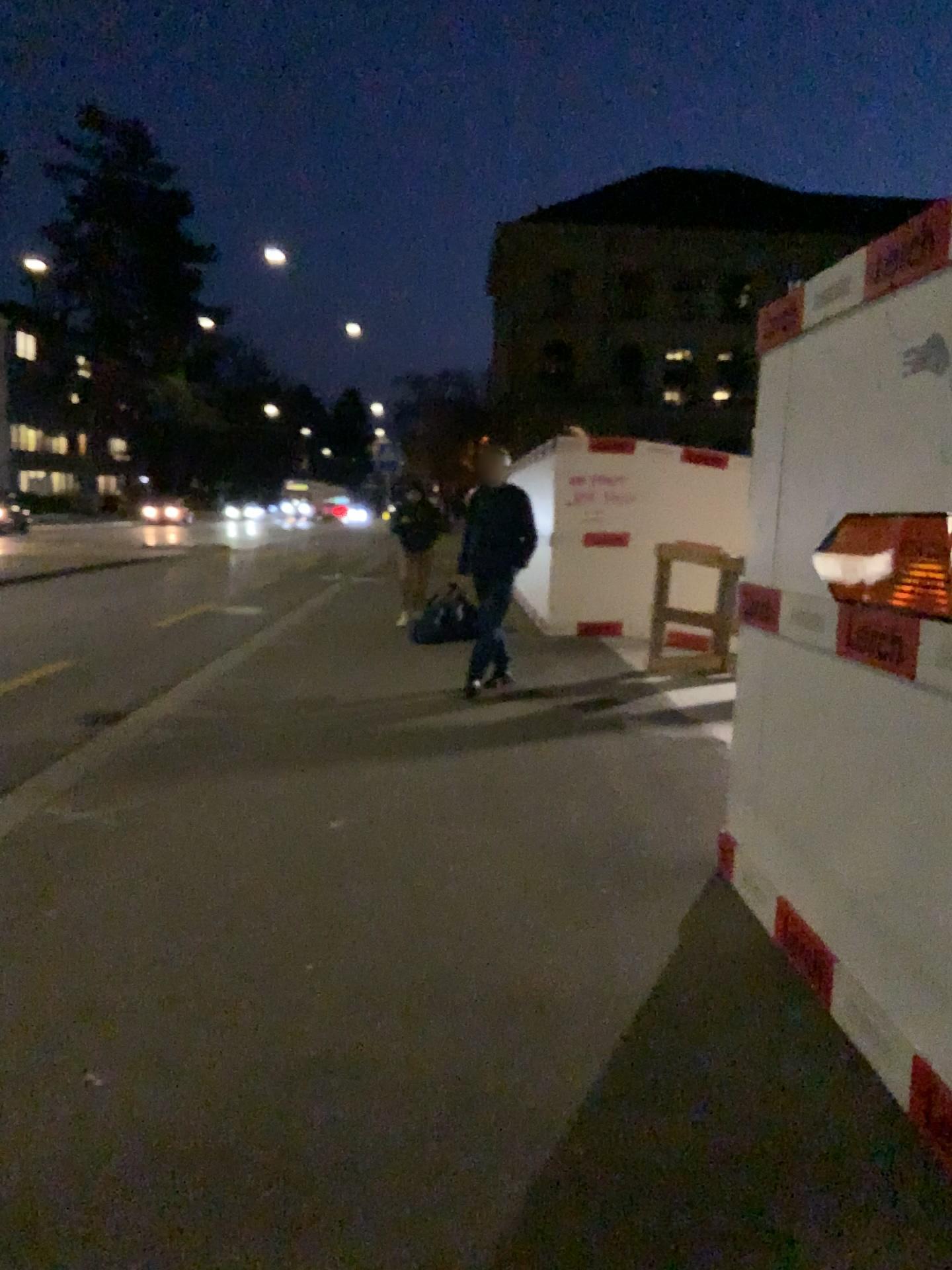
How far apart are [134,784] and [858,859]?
3.57m
